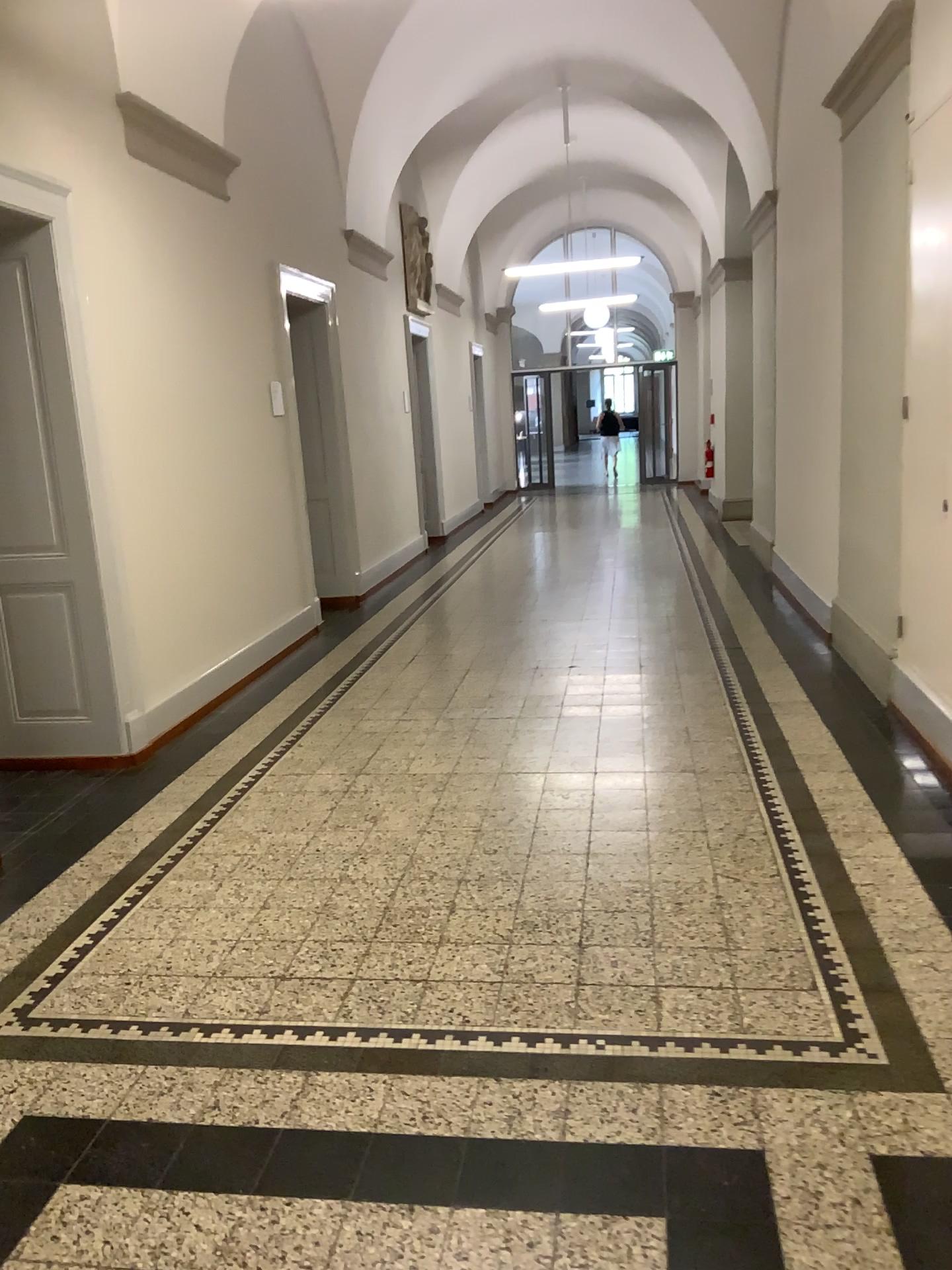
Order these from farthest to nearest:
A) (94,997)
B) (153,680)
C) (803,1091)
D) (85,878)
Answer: (153,680) → (85,878) → (94,997) → (803,1091)
